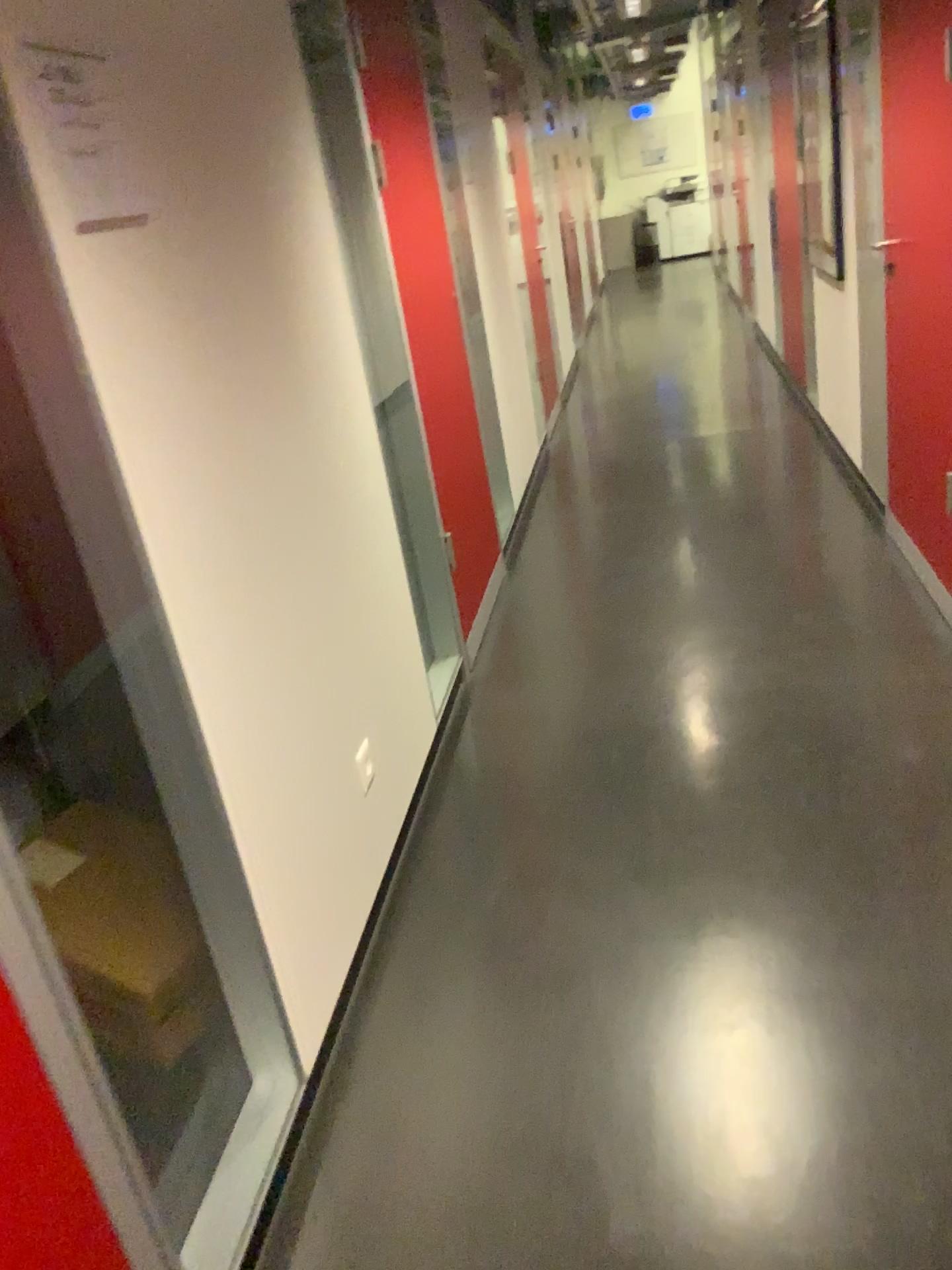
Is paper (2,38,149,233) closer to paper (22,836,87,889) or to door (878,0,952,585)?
paper (22,836,87,889)

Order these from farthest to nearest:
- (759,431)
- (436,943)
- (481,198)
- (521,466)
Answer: (759,431) → (521,466) → (481,198) → (436,943)

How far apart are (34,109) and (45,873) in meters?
1.6 m

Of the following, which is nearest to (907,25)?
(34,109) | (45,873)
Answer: (34,109)

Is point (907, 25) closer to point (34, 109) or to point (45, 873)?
point (34, 109)

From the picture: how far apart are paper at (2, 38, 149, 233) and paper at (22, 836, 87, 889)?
1.4m

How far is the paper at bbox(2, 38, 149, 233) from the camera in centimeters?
129cm

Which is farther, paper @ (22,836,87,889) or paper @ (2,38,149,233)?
paper @ (22,836,87,889)

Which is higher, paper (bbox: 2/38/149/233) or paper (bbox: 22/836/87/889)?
paper (bbox: 2/38/149/233)

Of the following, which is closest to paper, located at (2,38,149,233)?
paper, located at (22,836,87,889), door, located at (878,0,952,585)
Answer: paper, located at (22,836,87,889)
